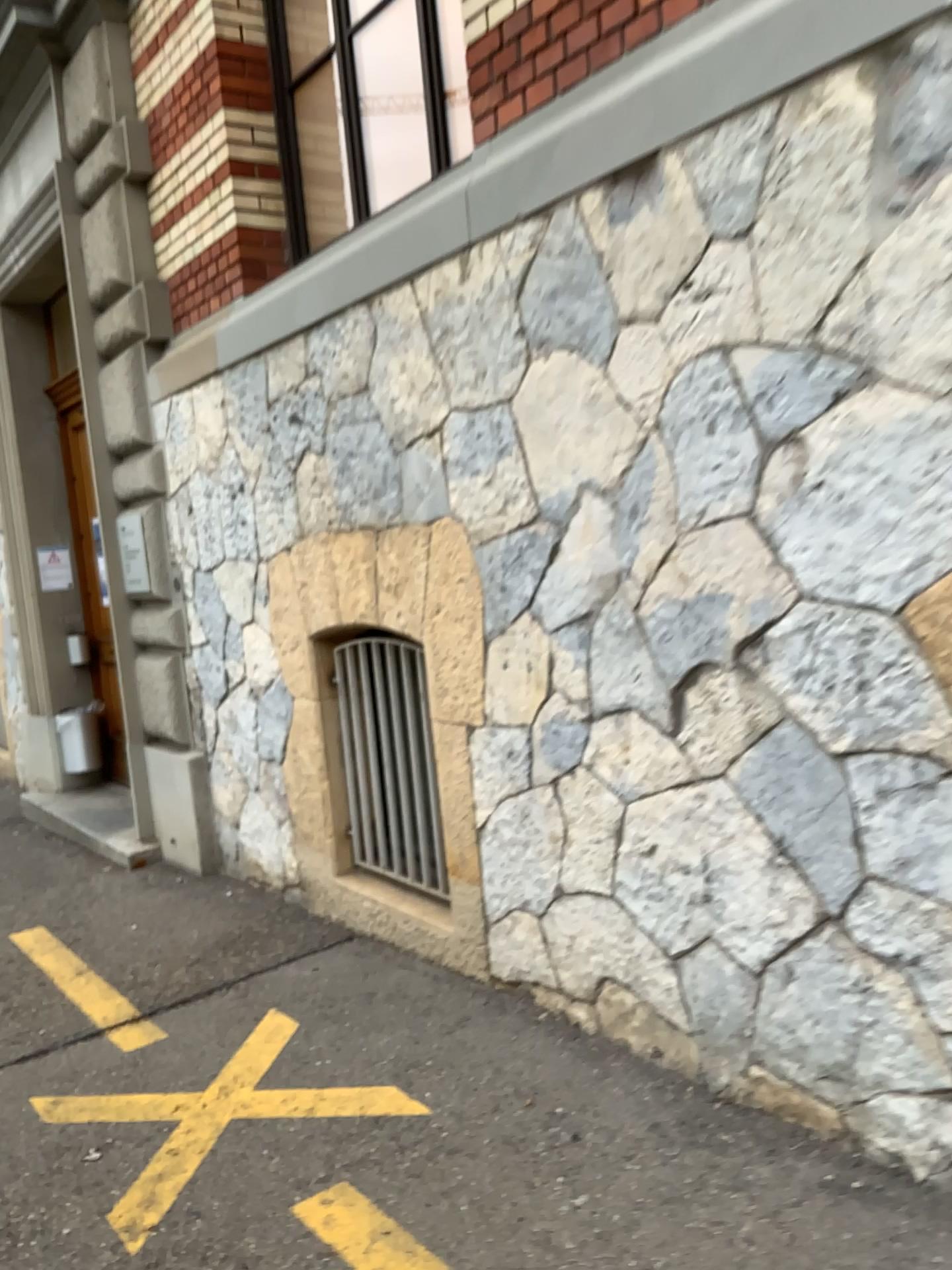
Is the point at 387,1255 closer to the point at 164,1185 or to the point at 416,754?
the point at 164,1185

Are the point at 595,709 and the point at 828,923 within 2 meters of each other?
yes

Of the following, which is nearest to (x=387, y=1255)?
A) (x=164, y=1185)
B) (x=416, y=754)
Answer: (x=164, y=1185)

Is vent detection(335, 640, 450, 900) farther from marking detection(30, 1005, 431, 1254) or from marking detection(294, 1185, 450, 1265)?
marking detection(294, 1185, 450, 1265)

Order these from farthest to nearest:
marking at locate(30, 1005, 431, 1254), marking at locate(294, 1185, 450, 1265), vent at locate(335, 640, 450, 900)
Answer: vent at locate(335, 640, 450, 900)
marking at locate(30, 1005, 431, 1254)
marking at locate(294, 1185, 450, 1265)

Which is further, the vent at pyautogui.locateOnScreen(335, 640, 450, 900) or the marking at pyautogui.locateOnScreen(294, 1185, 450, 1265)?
the vent at pyautogui.locateOnScreen(335, 640, 450, 900)

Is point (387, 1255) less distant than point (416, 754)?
Yes

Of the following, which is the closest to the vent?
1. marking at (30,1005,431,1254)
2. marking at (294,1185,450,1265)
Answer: marking at (30,1005,431,1254)

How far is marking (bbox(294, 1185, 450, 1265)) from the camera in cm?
214
